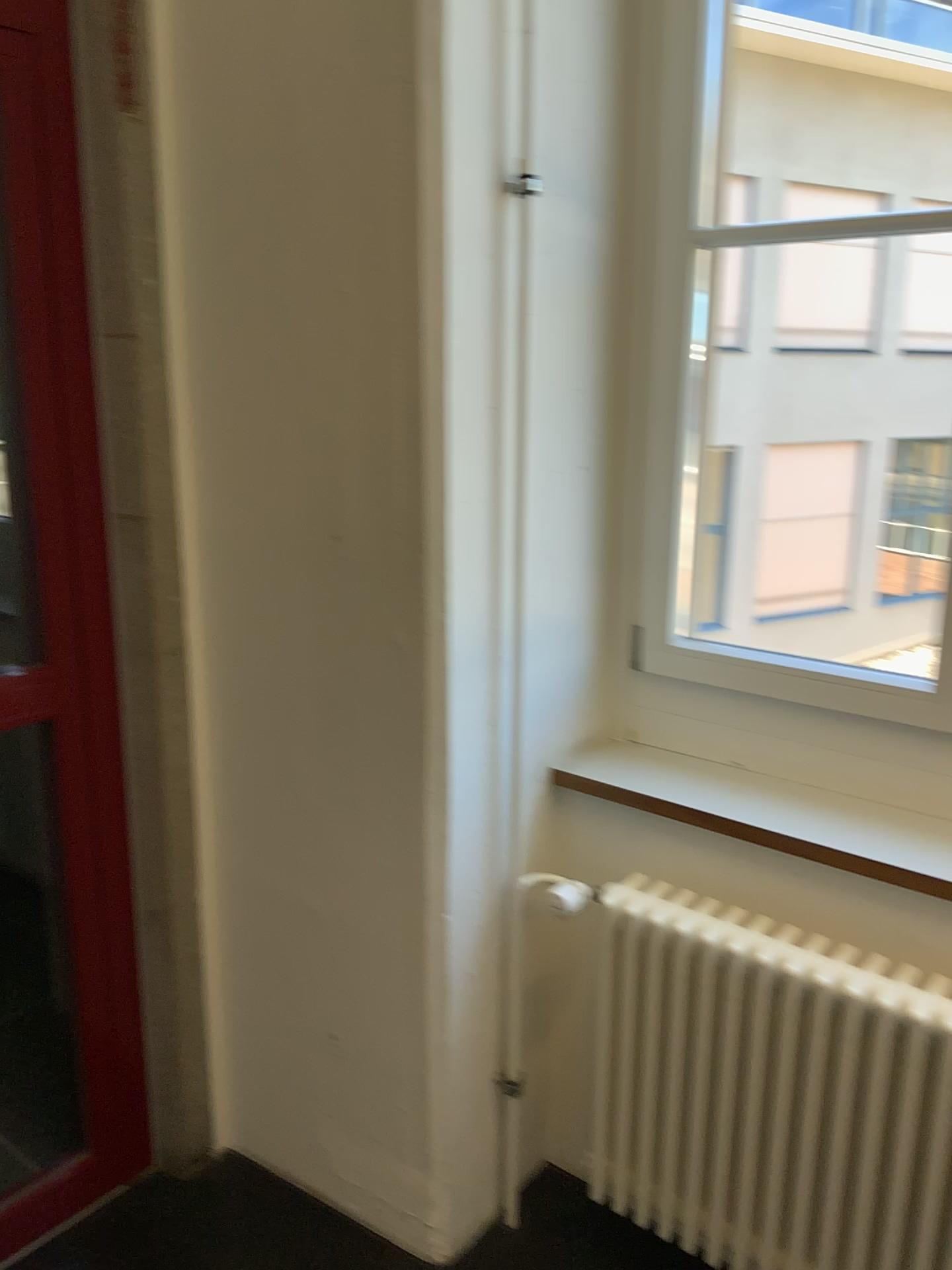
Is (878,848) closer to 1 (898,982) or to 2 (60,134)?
1 (898,982)

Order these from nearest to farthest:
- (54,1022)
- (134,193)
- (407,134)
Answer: (407,134) → (134,193) → (54,1022)

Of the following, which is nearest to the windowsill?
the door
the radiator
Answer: the radiator

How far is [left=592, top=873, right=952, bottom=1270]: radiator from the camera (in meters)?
1.51

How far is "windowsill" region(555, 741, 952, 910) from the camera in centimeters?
164cm

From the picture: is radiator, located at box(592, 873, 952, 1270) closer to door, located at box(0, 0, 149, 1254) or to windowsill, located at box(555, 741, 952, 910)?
windowsill, located at box(555, 741, 952, 910)

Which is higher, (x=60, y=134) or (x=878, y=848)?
(x=60, y=134)

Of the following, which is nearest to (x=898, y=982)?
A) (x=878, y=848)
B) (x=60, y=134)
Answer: (x=878, y=848)
